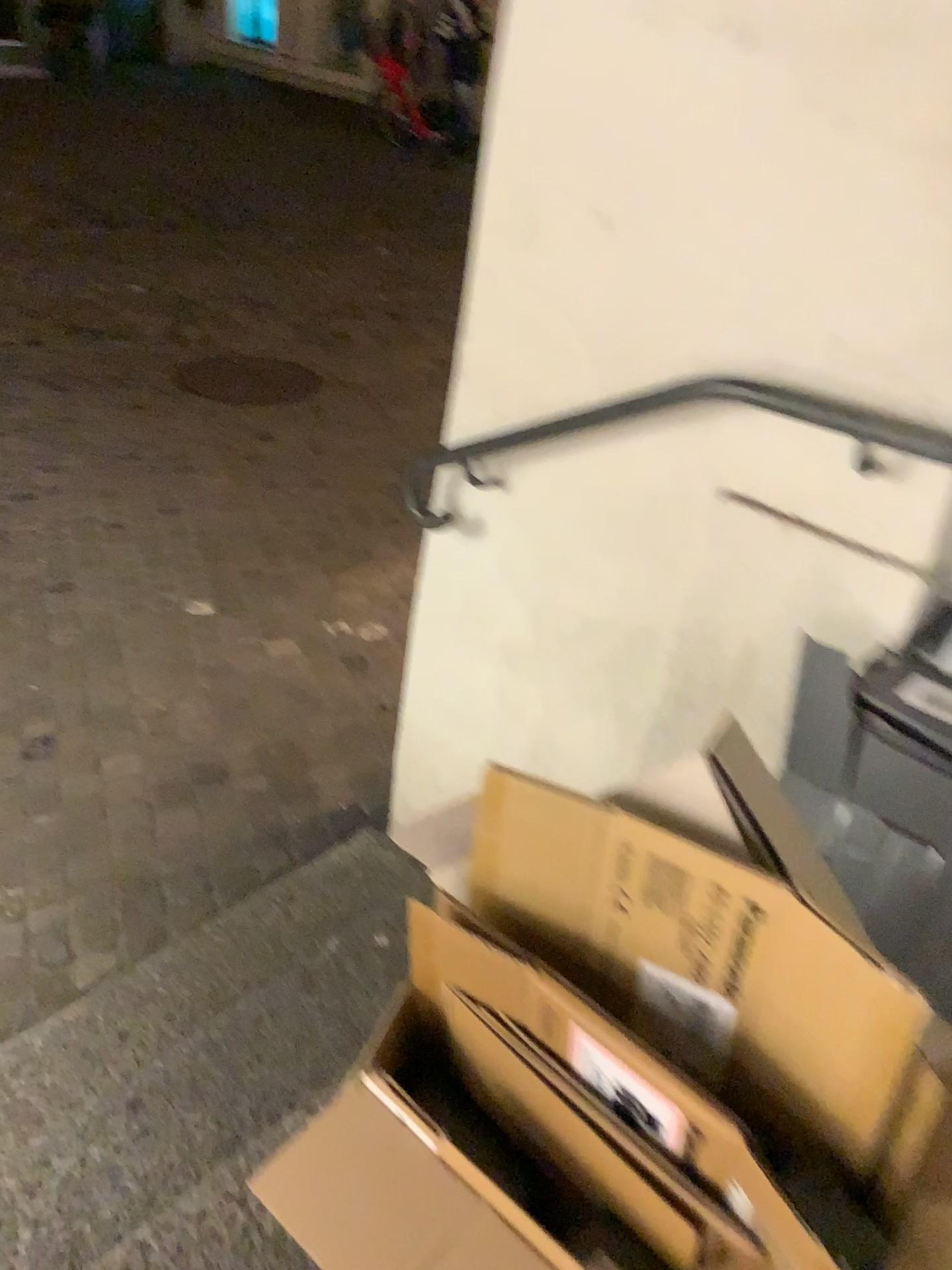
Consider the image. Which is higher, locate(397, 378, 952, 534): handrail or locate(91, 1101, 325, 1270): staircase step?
locate(397, 378, 952, 534): handrail

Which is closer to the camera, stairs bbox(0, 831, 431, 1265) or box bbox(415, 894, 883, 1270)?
box bbox(415, 894, 883, 1270)

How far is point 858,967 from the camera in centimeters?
80cm

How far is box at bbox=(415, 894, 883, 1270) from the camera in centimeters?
77cm

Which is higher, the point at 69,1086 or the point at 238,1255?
the point at 238,1255

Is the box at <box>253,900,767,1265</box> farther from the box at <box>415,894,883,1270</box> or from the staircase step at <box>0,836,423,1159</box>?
the staircase step at <box>0,836,423,1159</box>

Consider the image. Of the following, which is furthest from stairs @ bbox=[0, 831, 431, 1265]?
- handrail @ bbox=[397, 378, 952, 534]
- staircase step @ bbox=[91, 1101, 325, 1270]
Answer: handrail @ bbox=[397, 378, 952, 534]

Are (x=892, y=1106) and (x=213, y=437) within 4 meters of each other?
no

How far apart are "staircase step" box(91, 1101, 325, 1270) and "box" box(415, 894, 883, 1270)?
0.40m

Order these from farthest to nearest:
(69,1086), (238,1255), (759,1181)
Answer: (69,1086)
(238,1255)
(759,1181)
